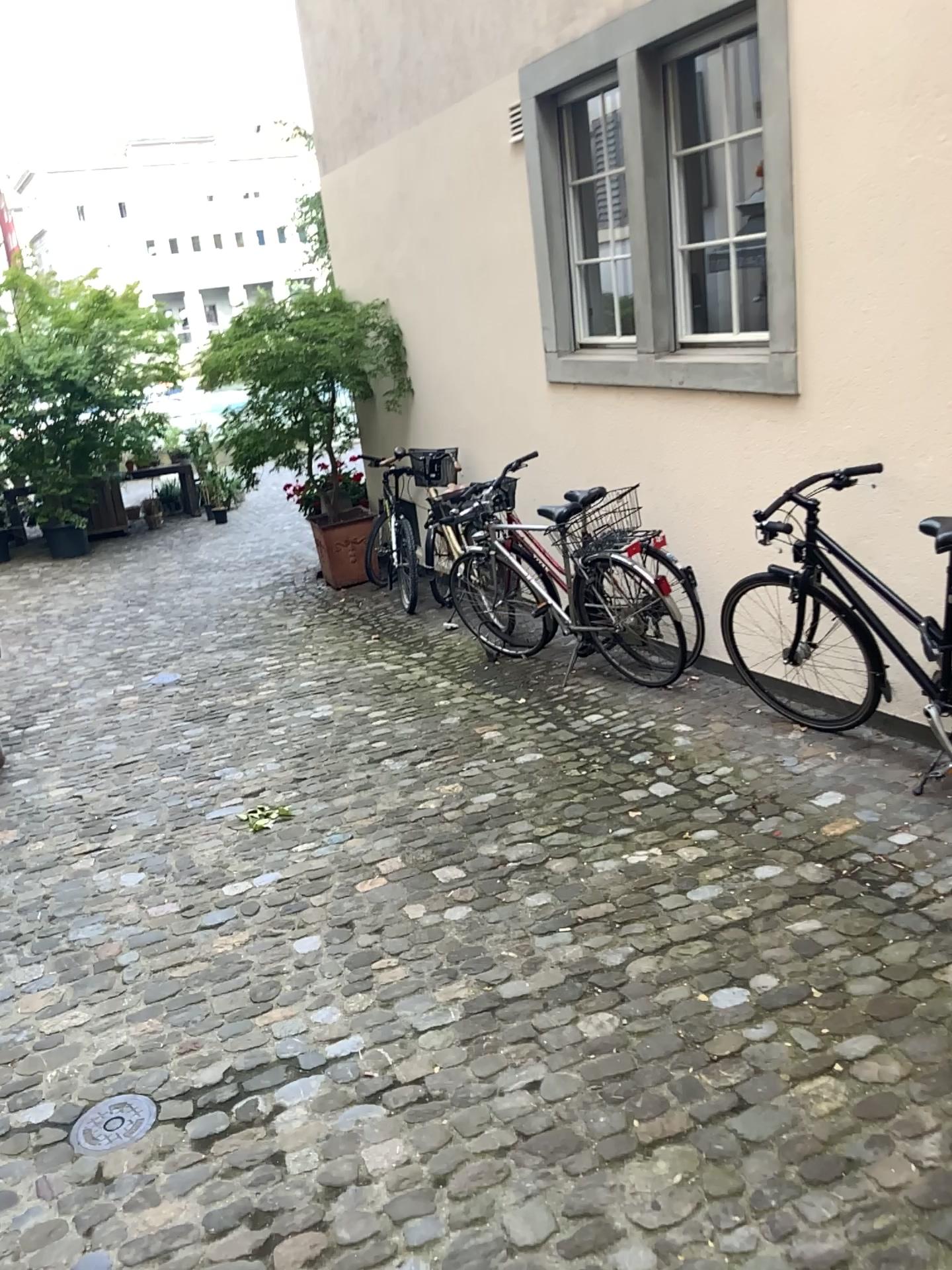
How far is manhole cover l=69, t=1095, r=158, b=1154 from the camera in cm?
234

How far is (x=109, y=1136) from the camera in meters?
2.3

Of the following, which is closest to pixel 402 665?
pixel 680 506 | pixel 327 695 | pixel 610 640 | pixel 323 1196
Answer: pixel 327 695
